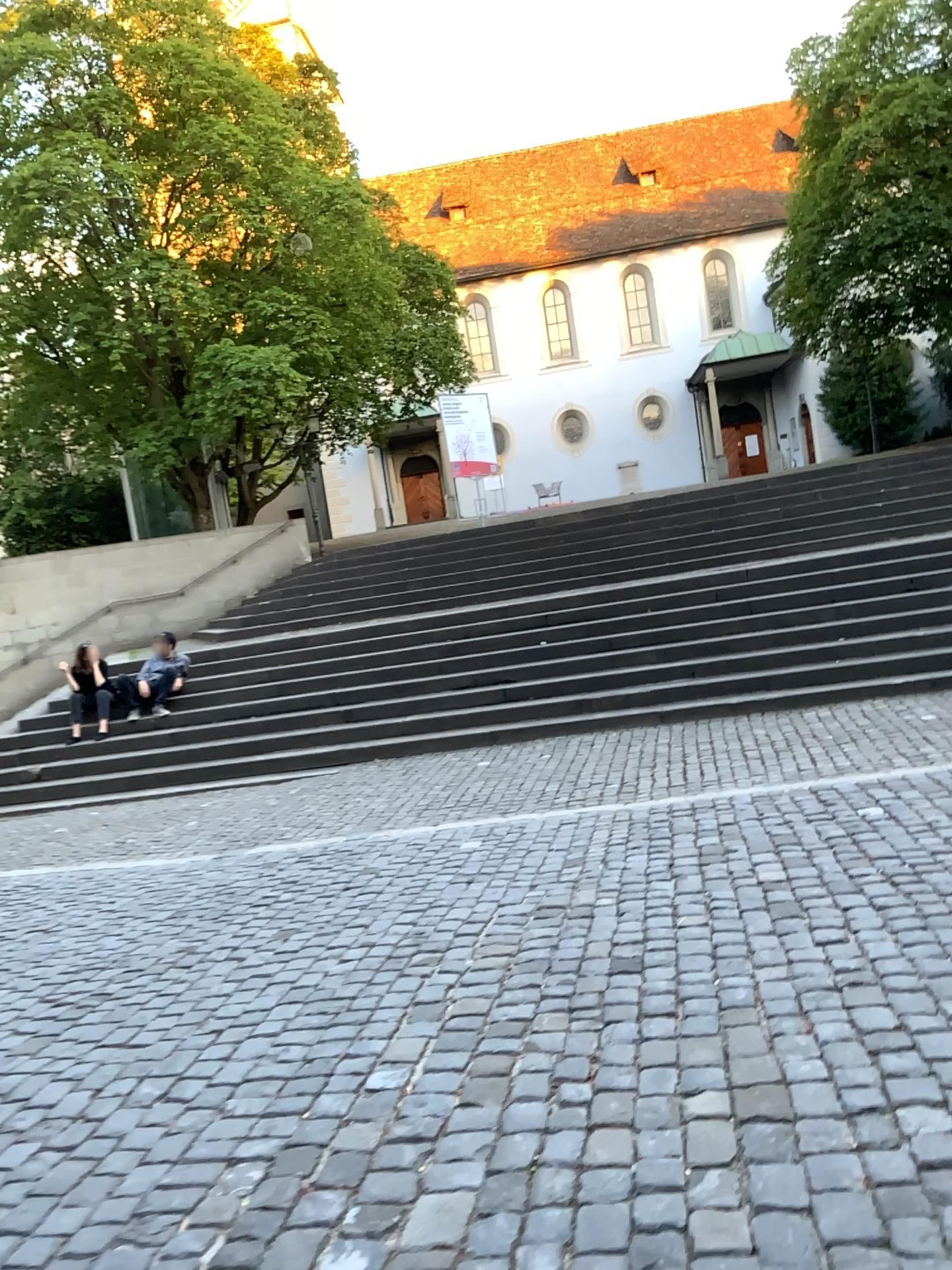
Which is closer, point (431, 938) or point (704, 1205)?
point (704, 1205)
